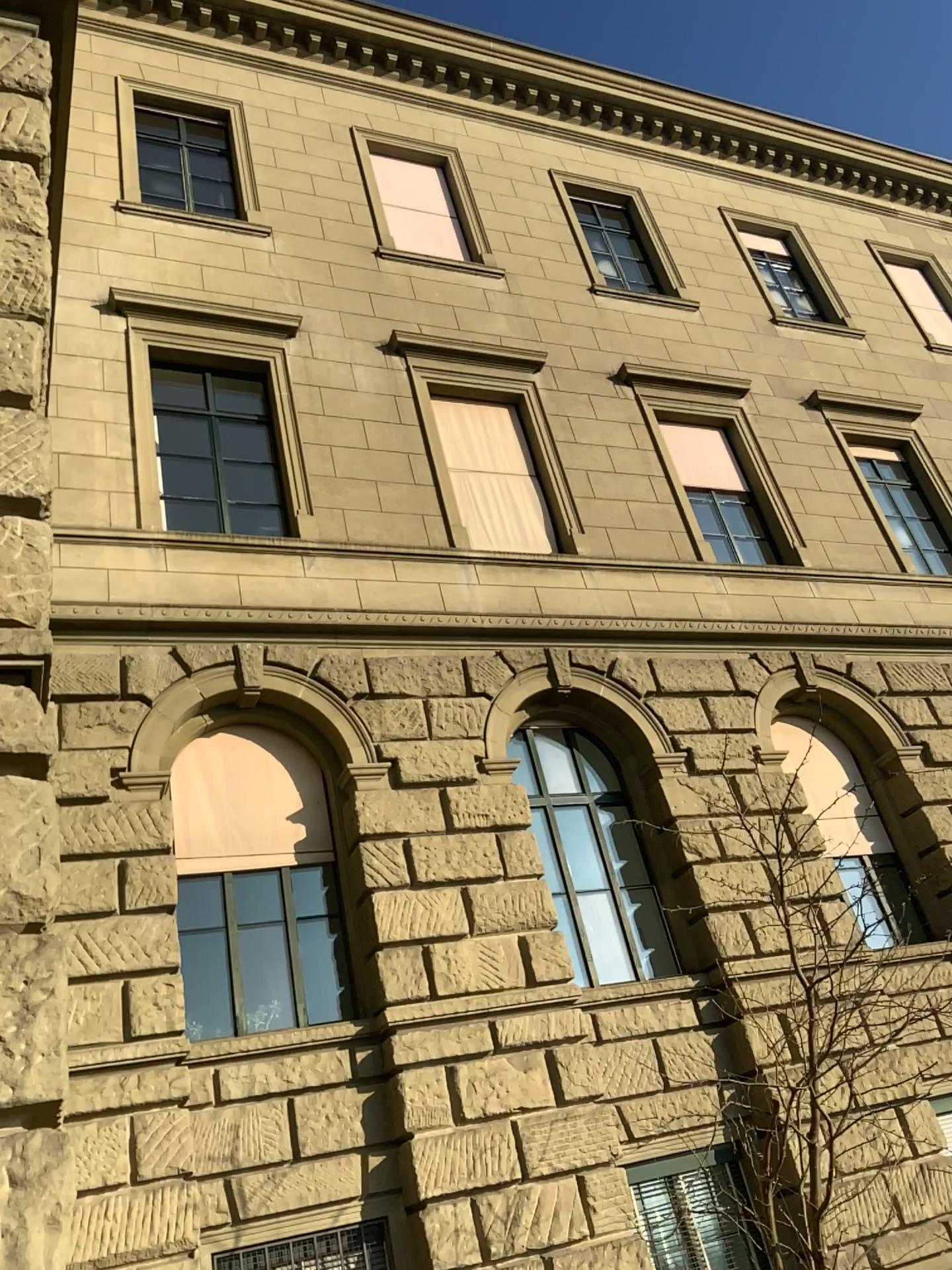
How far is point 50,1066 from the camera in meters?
2.9
